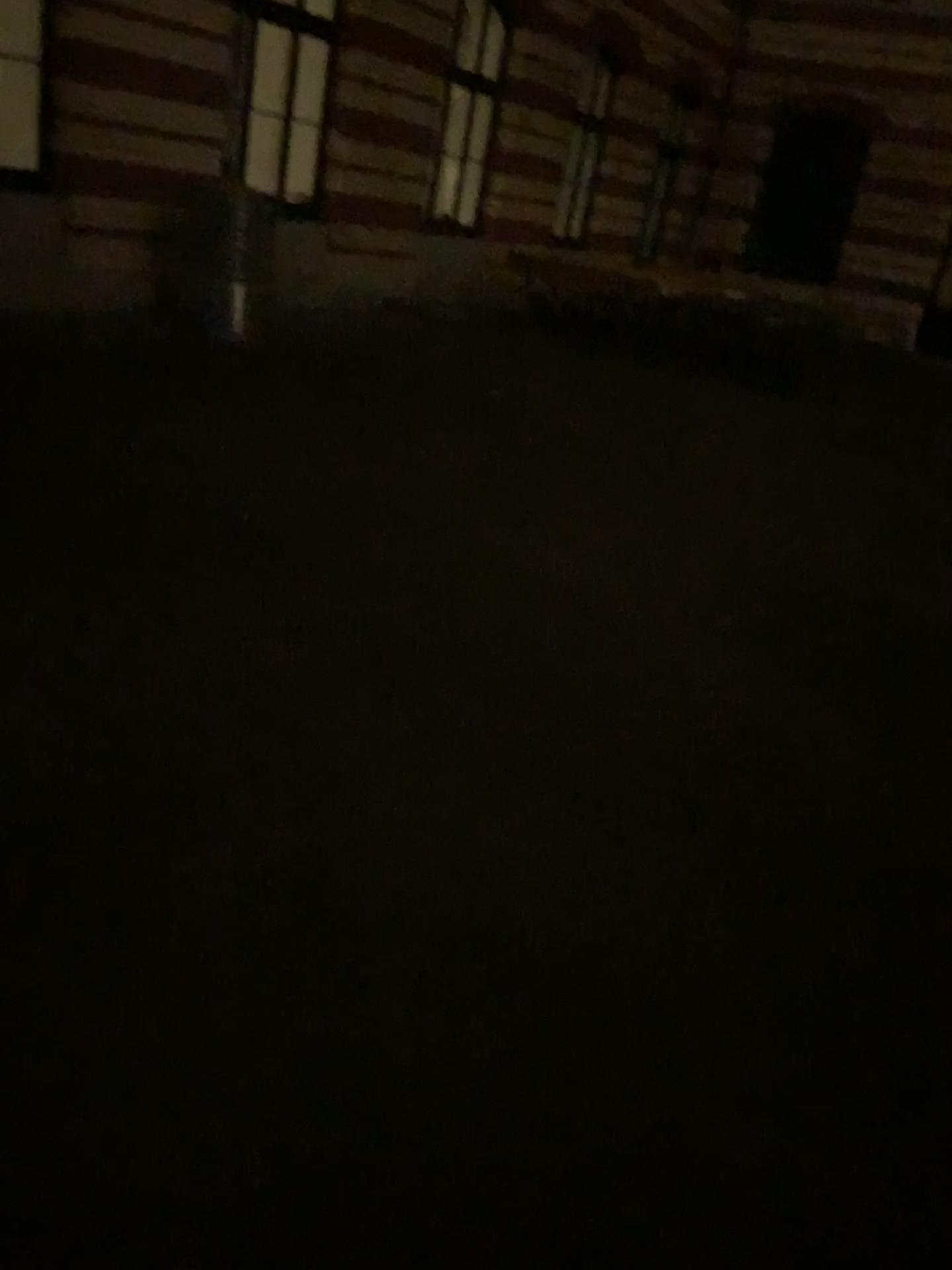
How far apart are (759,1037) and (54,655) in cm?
217
